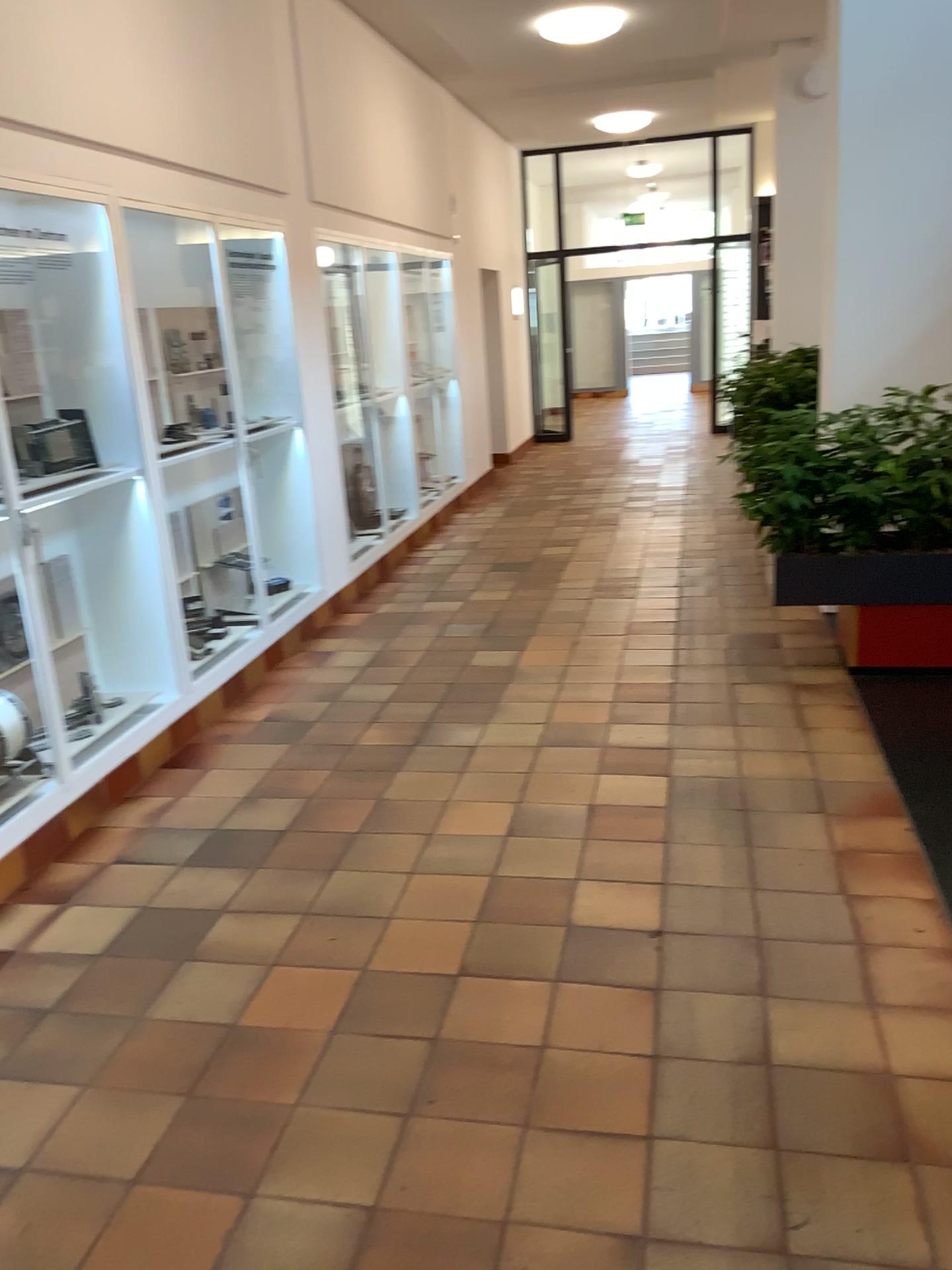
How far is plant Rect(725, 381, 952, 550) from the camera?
4.4 meters

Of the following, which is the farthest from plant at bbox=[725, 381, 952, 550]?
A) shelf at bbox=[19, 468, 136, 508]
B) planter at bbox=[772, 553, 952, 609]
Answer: shelf at bbox=[19, 468, 136, 508]

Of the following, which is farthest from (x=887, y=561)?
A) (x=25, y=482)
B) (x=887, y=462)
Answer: (x=25, y=482)

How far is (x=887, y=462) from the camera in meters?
4.4 m

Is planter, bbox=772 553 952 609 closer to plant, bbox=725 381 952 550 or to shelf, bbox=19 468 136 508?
plant, bbox=725 381 952 550

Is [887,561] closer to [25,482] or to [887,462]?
[887,462]

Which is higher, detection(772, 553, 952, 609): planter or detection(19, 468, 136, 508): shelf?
detection(19, 468, 136, 508): shelf

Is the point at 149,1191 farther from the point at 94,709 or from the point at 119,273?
the point at 119,273

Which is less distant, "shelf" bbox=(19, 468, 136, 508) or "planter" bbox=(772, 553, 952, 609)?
"shelf" bbox=(19, 468, 136, 508)
